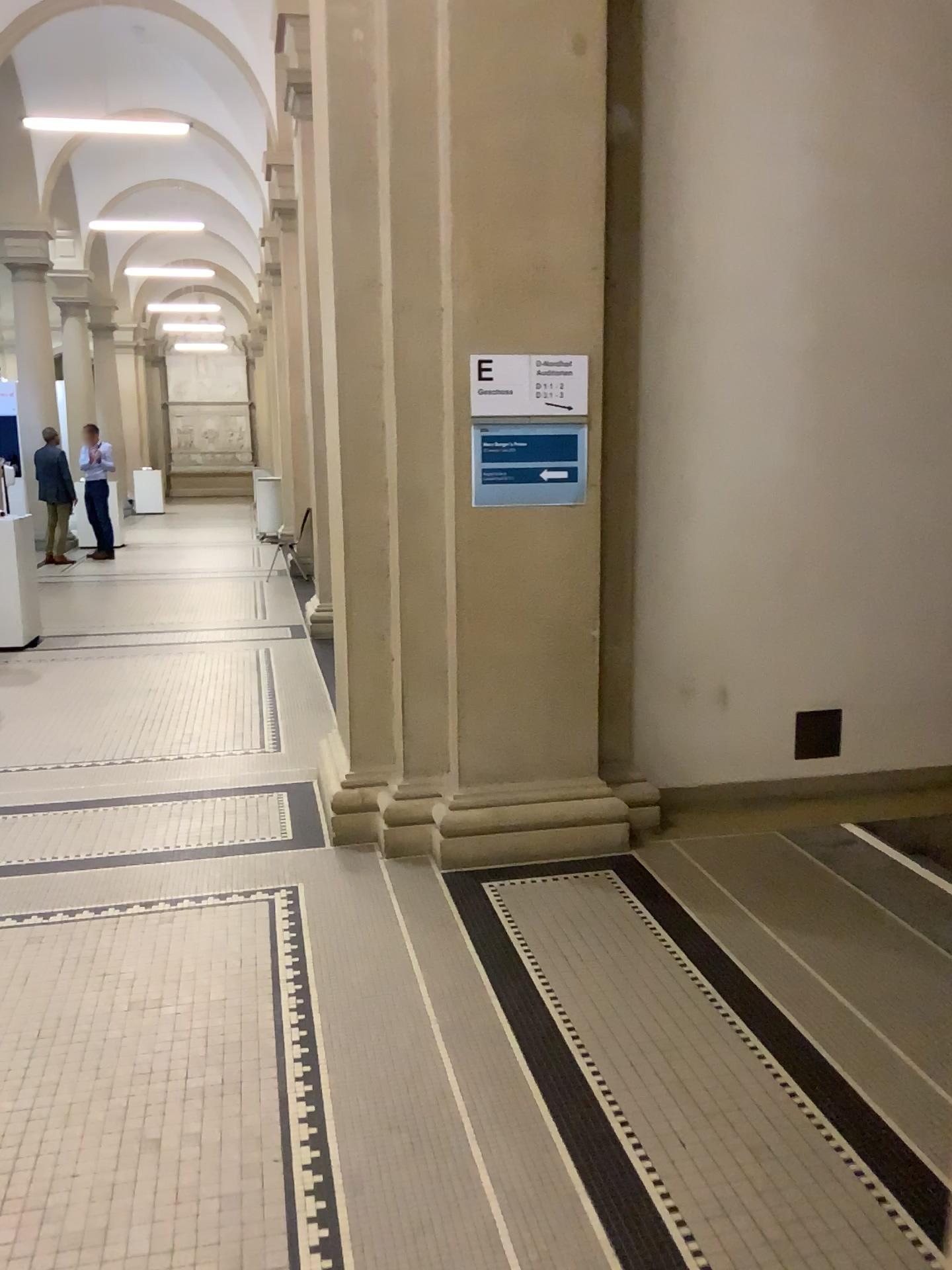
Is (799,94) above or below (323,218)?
above

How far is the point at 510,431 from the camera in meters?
3.7

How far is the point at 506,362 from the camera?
3.64m

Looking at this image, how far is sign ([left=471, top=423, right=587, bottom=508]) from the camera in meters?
3.7

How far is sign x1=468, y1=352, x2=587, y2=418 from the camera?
3.6 meters
